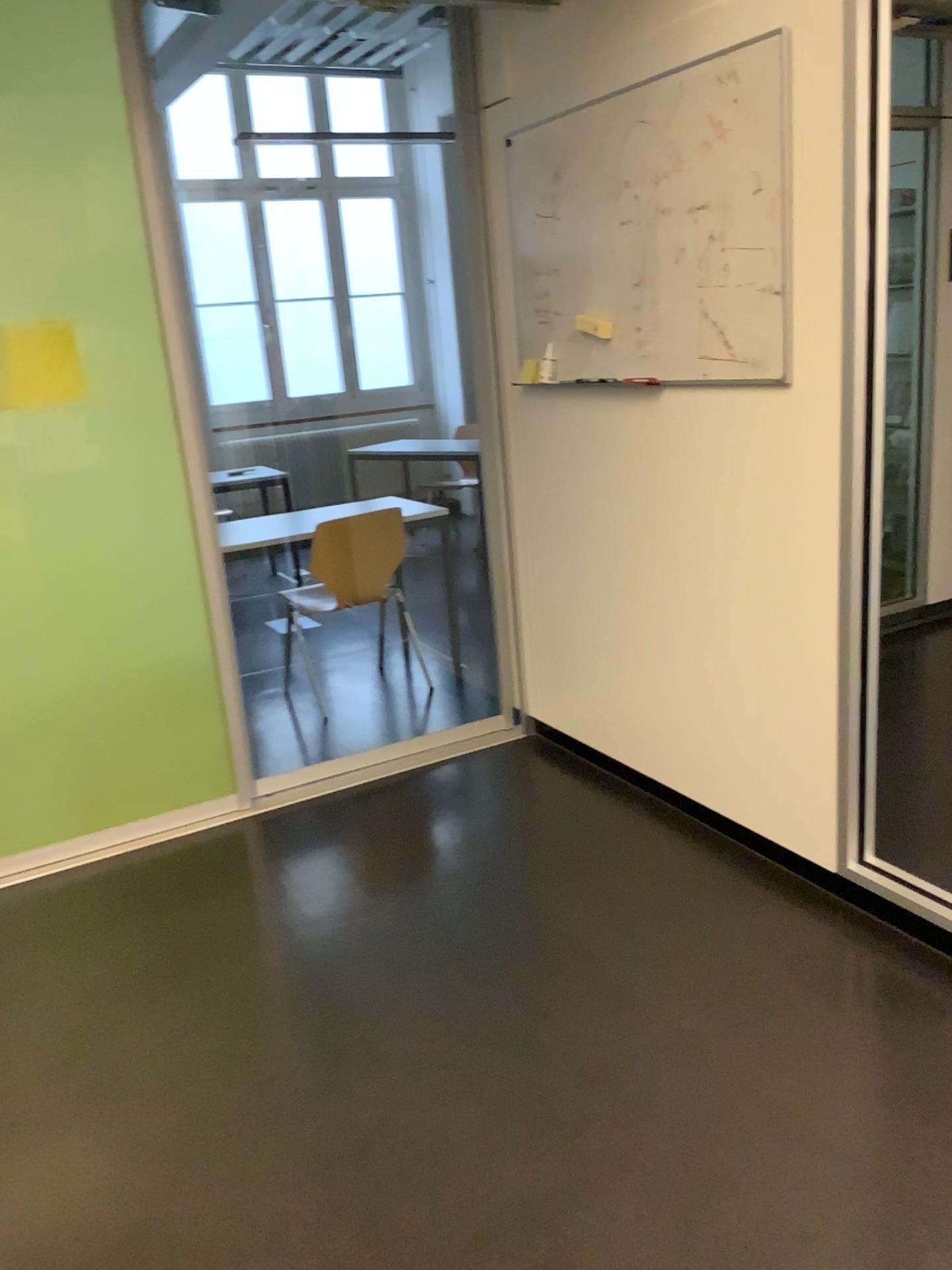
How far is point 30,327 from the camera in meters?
3.0 m

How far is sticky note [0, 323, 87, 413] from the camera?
3.0m

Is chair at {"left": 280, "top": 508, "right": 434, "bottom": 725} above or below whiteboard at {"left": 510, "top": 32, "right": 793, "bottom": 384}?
below

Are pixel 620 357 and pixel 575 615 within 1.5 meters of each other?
yes

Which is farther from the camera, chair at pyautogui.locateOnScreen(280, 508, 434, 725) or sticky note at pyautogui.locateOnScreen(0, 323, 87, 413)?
chair at pyautogui.locateOnScreen(280, 508, 434, 725)

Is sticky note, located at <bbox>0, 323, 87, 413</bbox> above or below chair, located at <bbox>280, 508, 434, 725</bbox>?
above

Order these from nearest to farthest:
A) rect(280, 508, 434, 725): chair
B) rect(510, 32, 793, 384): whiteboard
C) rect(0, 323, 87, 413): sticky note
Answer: rect(510, 32, 793, 384): whiteboard, rect(0, 323, 87, 413): sticky note, rect(280, 508, 434, 725): chair

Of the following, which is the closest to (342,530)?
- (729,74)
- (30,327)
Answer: (30,327)

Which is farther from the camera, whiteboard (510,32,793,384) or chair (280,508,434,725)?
chair (280,508,434,725)

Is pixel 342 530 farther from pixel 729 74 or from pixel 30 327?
pixel 729 74
